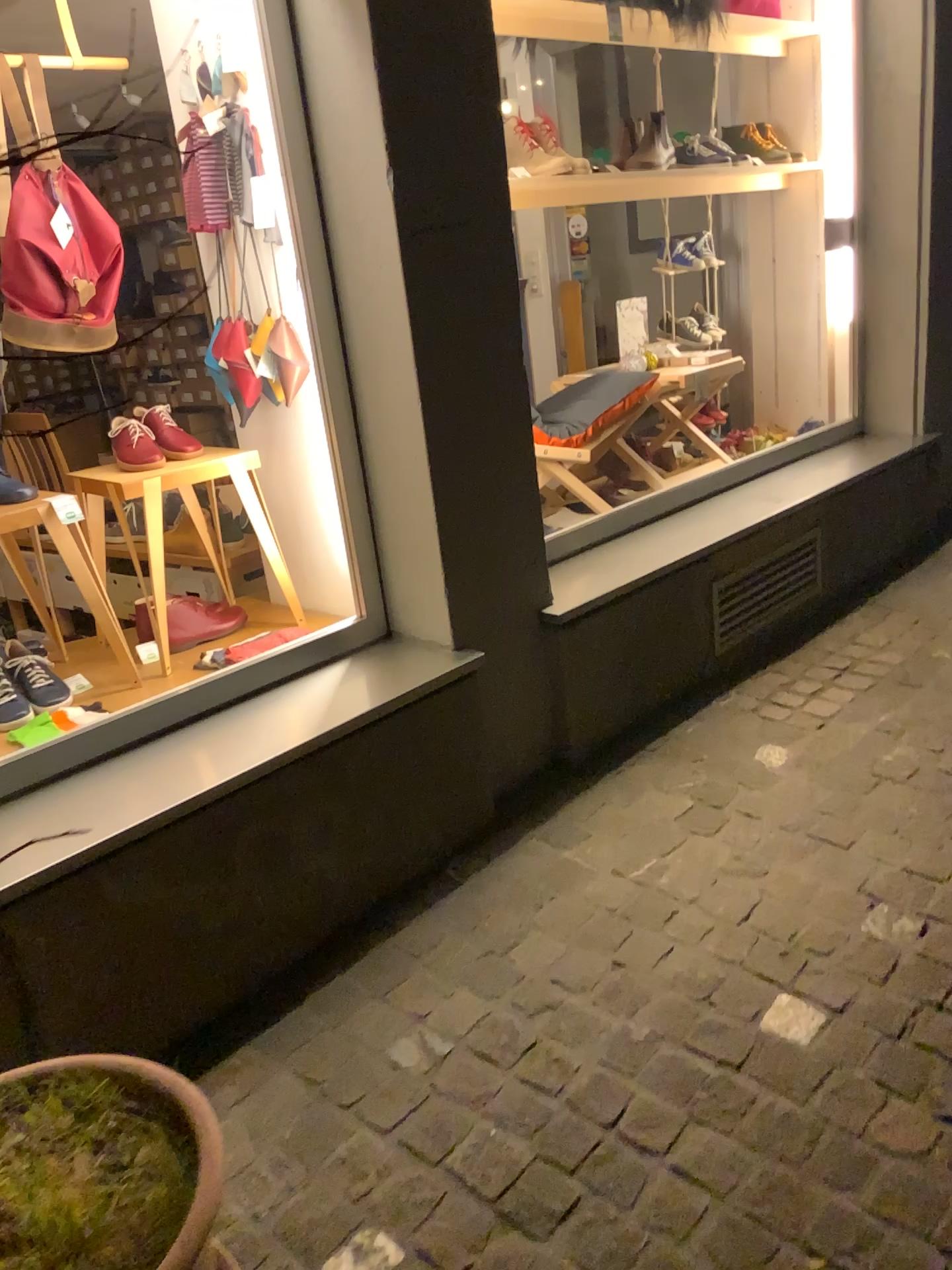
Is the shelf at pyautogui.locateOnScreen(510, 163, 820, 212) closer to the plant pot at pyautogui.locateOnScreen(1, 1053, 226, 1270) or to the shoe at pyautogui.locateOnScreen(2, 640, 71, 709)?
the shoe at pyautogui.locateOnScreen(2, 640, 71, 709)

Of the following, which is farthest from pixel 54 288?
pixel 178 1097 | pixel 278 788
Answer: pixel 178 1097

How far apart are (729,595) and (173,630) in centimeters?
159cm

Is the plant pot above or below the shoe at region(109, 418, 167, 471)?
below

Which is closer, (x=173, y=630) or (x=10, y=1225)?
(x=10, y=1225)

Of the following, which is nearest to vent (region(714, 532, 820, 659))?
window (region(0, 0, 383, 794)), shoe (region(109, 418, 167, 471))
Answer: window (region(0, 0, 383, 794))

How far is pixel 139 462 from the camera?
2.5 meters

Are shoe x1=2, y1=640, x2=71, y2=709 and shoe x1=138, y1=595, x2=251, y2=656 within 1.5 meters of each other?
yes

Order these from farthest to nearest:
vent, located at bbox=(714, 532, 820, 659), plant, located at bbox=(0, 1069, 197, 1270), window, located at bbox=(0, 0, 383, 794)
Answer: vent, located at bbox=(714, 532, 820, 659)
window, located at bbox=(0, 0, 383, 794)
plant, located at bbox=(0, 1069, 197, 1270)

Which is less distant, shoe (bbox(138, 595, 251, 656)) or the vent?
shoe (bbox(138, 595, 251, 656))
